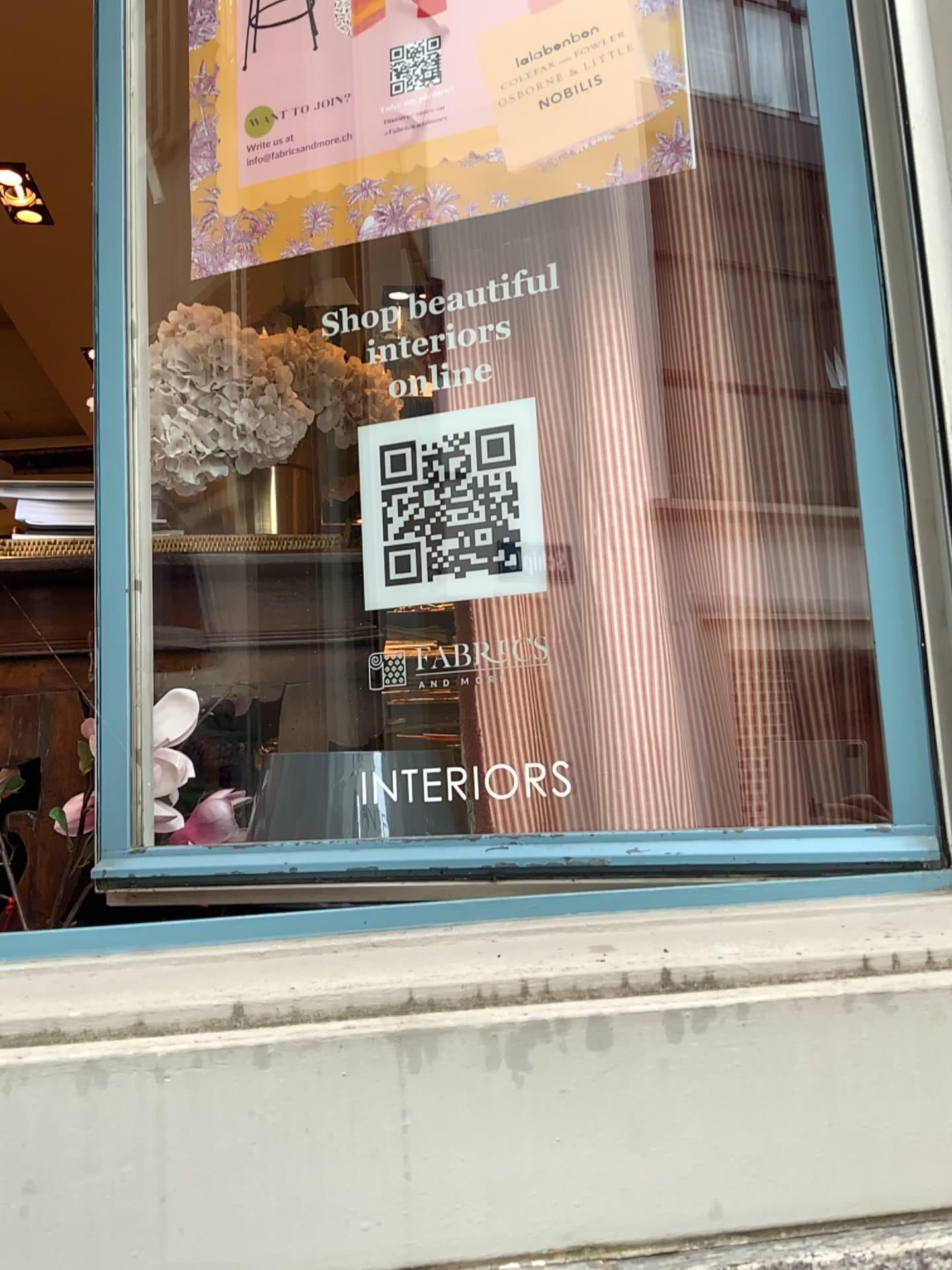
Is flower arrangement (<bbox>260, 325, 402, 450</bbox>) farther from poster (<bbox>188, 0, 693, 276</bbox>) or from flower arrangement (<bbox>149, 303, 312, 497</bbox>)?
poster (<bbox>188, 0, 693, 276</bbox>)

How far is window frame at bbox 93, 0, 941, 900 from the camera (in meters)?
0.91

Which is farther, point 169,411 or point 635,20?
point 169,411

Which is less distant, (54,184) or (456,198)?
(456,198)

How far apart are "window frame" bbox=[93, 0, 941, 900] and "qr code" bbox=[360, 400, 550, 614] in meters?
0.3 m

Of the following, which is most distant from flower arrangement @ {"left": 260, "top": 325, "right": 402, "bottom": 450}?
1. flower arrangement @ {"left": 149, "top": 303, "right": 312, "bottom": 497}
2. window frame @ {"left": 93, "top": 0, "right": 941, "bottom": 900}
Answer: window frame @ {"left": 93, "top": 0, "right": 941, "bottom": 900}

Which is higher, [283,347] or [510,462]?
[283,347]

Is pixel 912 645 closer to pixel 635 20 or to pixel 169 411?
pixel 635 20

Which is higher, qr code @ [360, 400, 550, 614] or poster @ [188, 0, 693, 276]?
poster @ [188, 0, 693, 276]

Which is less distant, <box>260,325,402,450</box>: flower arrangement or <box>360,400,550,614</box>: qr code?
<box>360,400,550,614</box>: qr code
